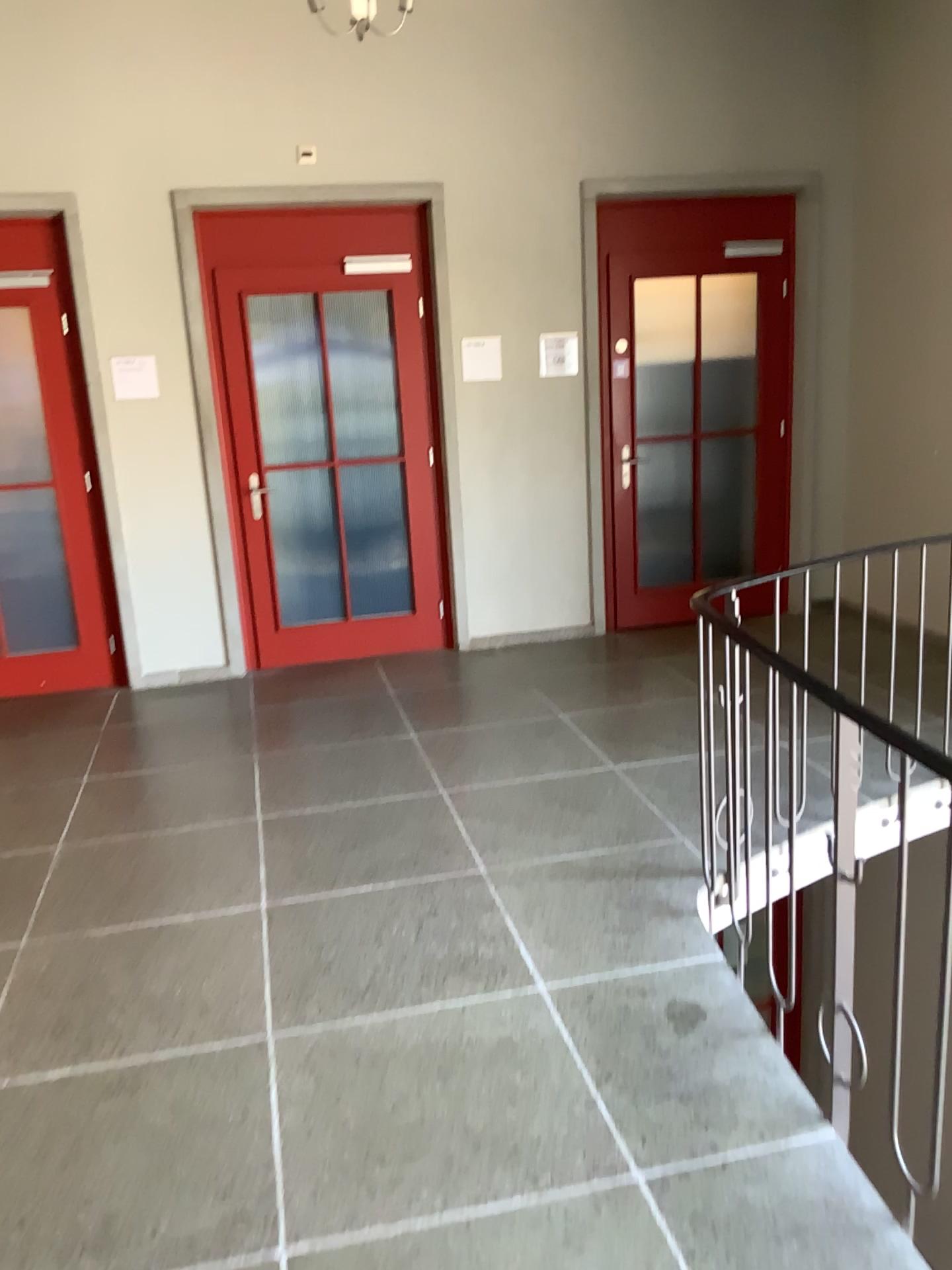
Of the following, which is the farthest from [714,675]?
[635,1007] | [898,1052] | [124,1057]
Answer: [124,1057]
